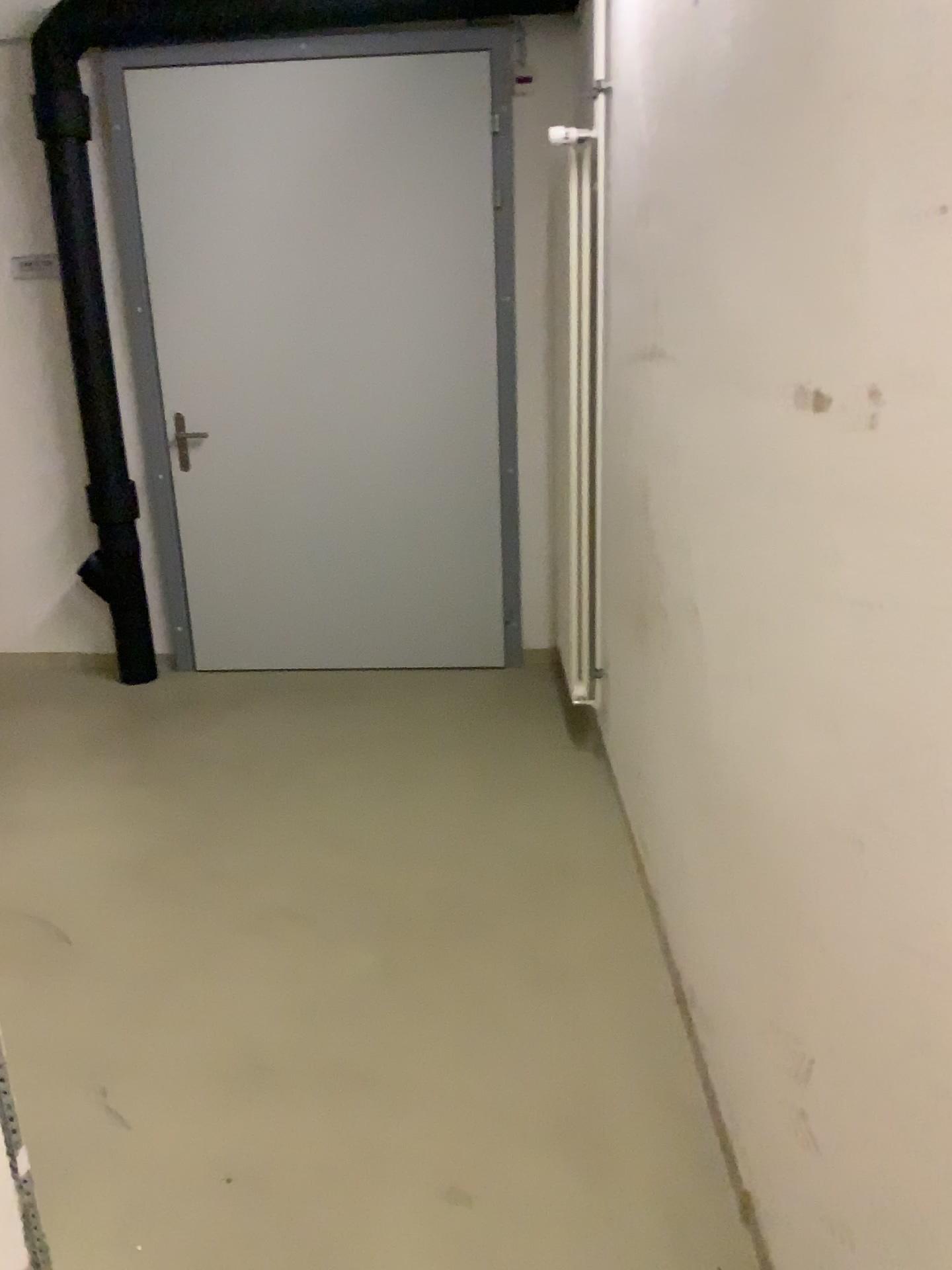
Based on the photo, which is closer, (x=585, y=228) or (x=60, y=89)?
(x=585, y=228)

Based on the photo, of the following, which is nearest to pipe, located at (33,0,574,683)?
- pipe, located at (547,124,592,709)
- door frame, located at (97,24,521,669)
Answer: door frame, located at (97,24,521,669)

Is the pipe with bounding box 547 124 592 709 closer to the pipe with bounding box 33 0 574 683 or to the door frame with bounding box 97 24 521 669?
the door frame with bounding box 97 24 521 669

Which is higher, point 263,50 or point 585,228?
point 263,50

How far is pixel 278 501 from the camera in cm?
426

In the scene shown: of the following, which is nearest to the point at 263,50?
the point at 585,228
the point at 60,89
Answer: the point at 60,89

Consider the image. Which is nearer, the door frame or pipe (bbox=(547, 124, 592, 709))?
pipe (bbox=(547, 124, 592, 709))

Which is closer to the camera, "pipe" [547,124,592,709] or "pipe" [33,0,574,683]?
"pipe" [547,124,592,709]
